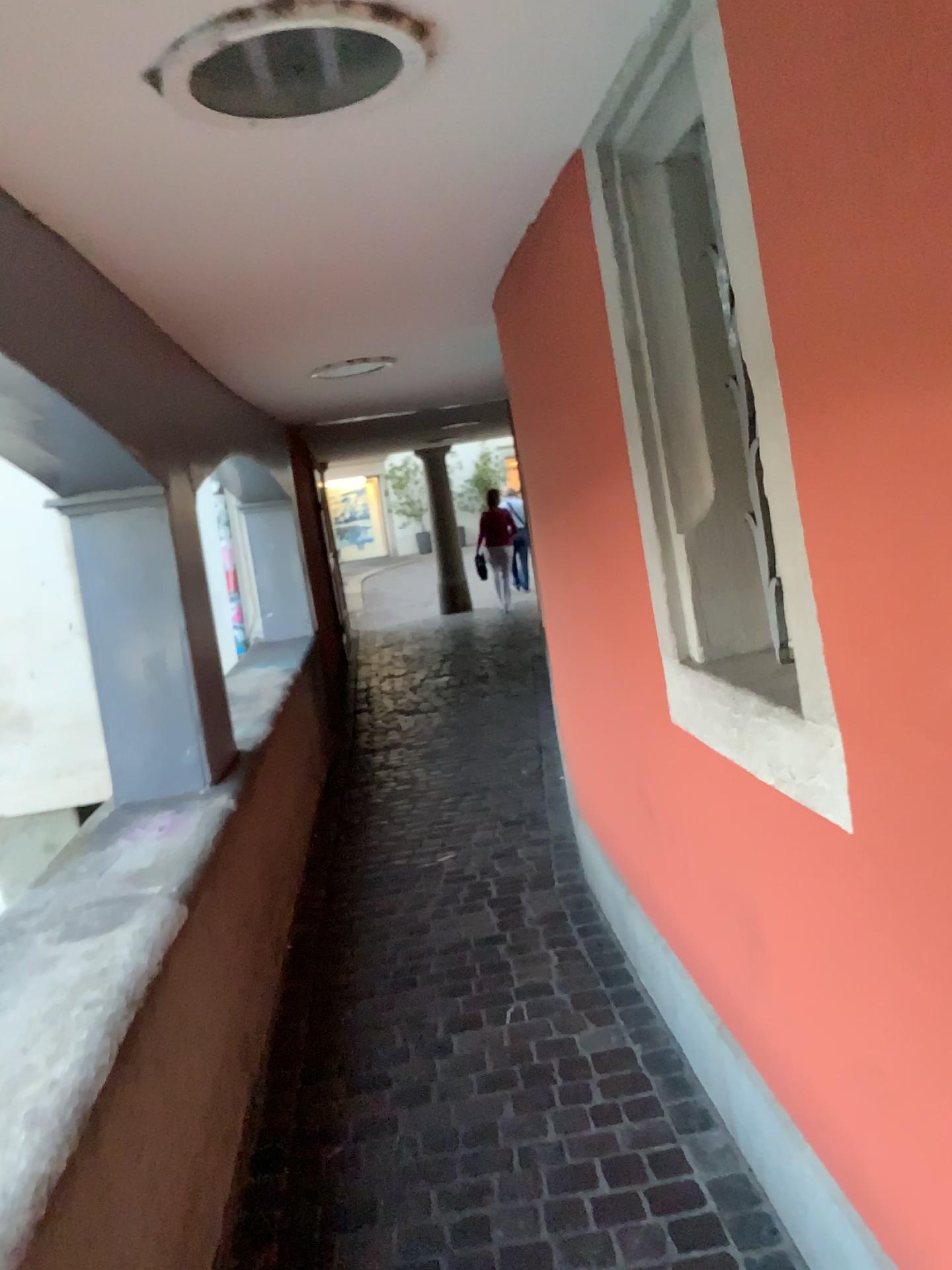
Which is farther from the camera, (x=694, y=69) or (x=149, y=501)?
(x=149, y=501)

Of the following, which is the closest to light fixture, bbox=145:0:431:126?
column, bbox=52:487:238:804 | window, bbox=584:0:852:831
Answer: window, bbox=584:0:852:831

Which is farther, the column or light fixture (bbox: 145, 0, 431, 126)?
the column

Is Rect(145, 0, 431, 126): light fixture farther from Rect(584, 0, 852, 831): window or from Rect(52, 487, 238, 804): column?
Rect(52, 487, 238, 804): column

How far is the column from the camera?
3.0m

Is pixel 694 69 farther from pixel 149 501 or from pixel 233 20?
pixel 149 501

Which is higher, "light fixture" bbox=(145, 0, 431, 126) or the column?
"light fixture" bbox=(145, 0, 431, 126)

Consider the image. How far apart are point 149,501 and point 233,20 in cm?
185

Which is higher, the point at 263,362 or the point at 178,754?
the point at 263,362

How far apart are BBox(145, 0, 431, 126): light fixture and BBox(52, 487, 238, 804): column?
1.52m
